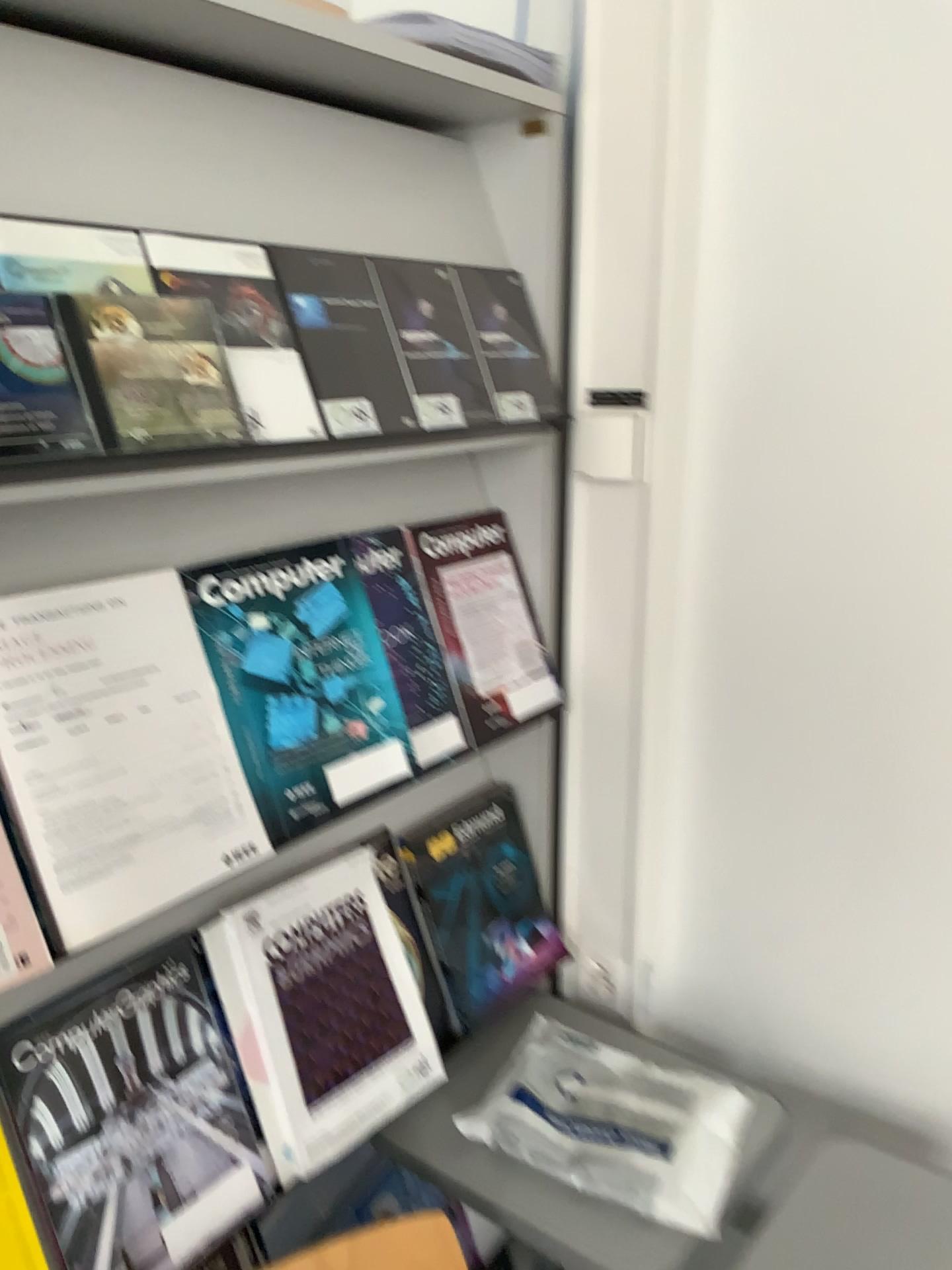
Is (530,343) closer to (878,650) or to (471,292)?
(471,292)

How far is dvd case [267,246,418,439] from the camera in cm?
98

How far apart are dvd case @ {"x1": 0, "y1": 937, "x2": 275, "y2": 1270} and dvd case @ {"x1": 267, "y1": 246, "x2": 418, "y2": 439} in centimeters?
52cm

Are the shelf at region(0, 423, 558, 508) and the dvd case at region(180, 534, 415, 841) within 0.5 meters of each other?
yes

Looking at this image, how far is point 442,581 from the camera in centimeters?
123cm

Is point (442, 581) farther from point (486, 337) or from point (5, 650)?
point (5, 650)

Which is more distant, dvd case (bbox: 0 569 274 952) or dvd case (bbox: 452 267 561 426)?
dvd case (bbox: 452 267 561 426)

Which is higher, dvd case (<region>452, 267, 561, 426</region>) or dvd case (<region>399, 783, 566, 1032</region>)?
dvd case (<region>452, 267, 561, 426</region>)

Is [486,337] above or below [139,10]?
below

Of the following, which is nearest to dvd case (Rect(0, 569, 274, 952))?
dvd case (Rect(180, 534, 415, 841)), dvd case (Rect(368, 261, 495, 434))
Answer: dvd case (Rect(180, 534, 415, 841))
